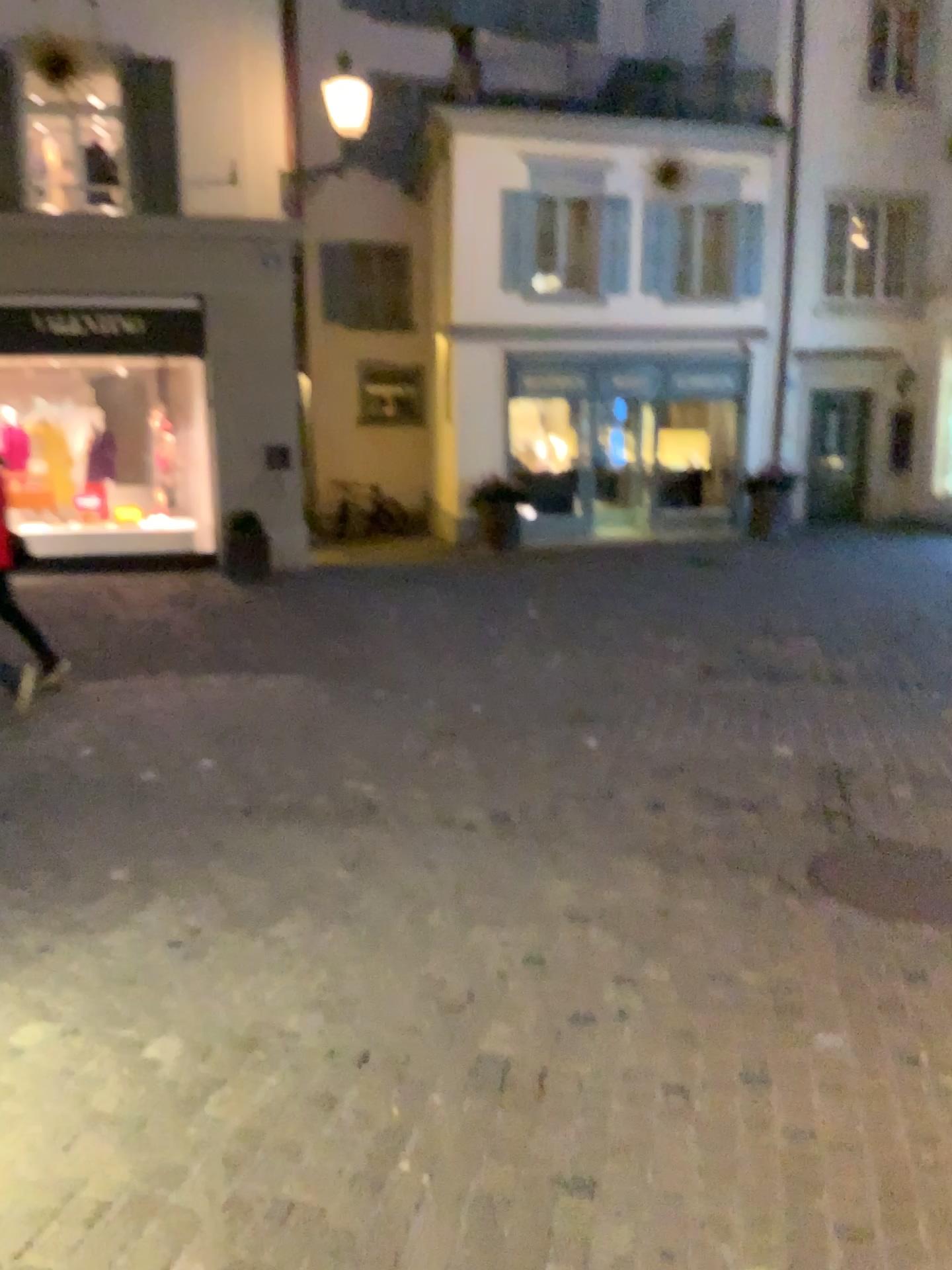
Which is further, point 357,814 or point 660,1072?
point 357,814
